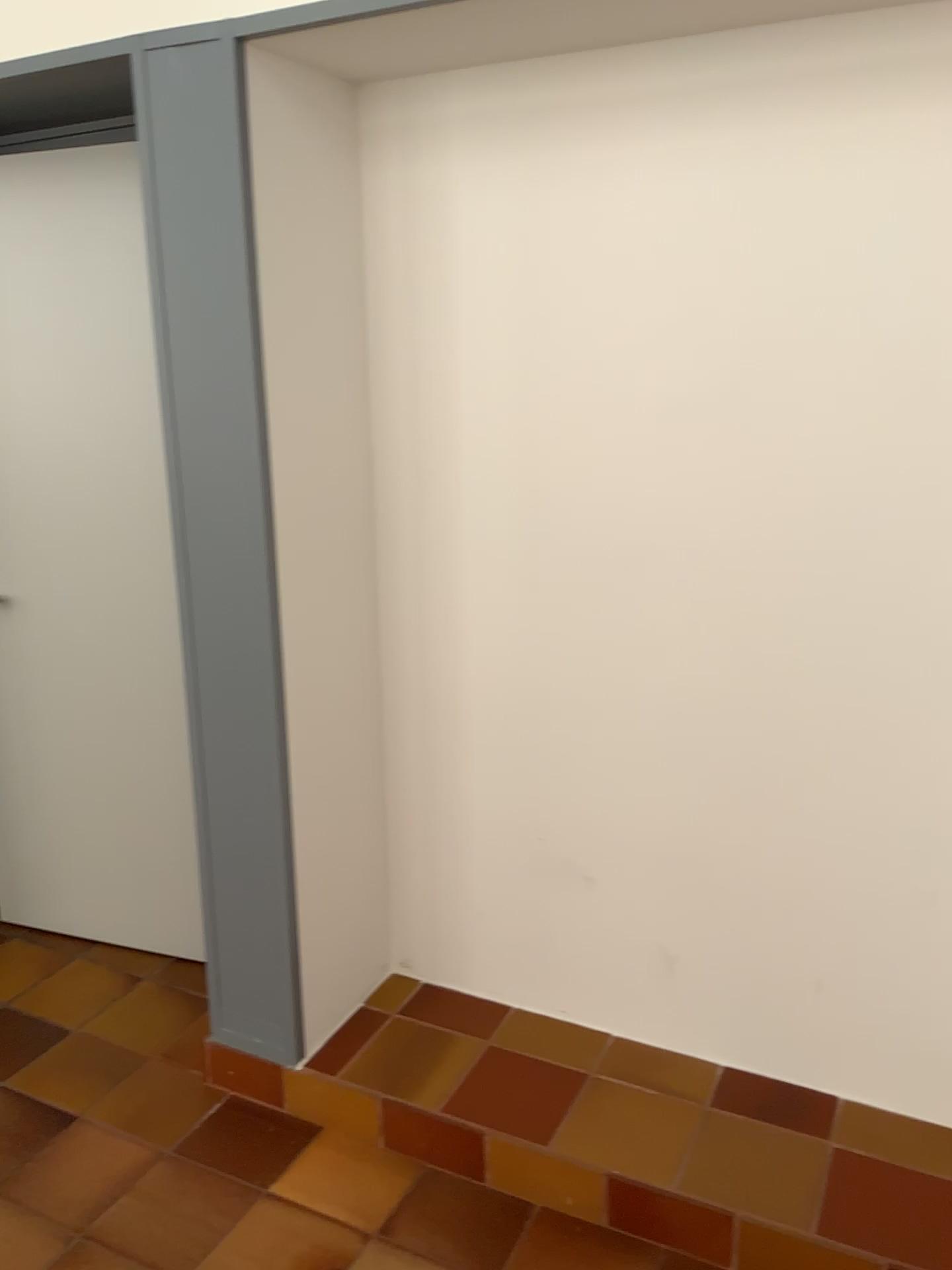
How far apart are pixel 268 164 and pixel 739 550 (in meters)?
1.16
